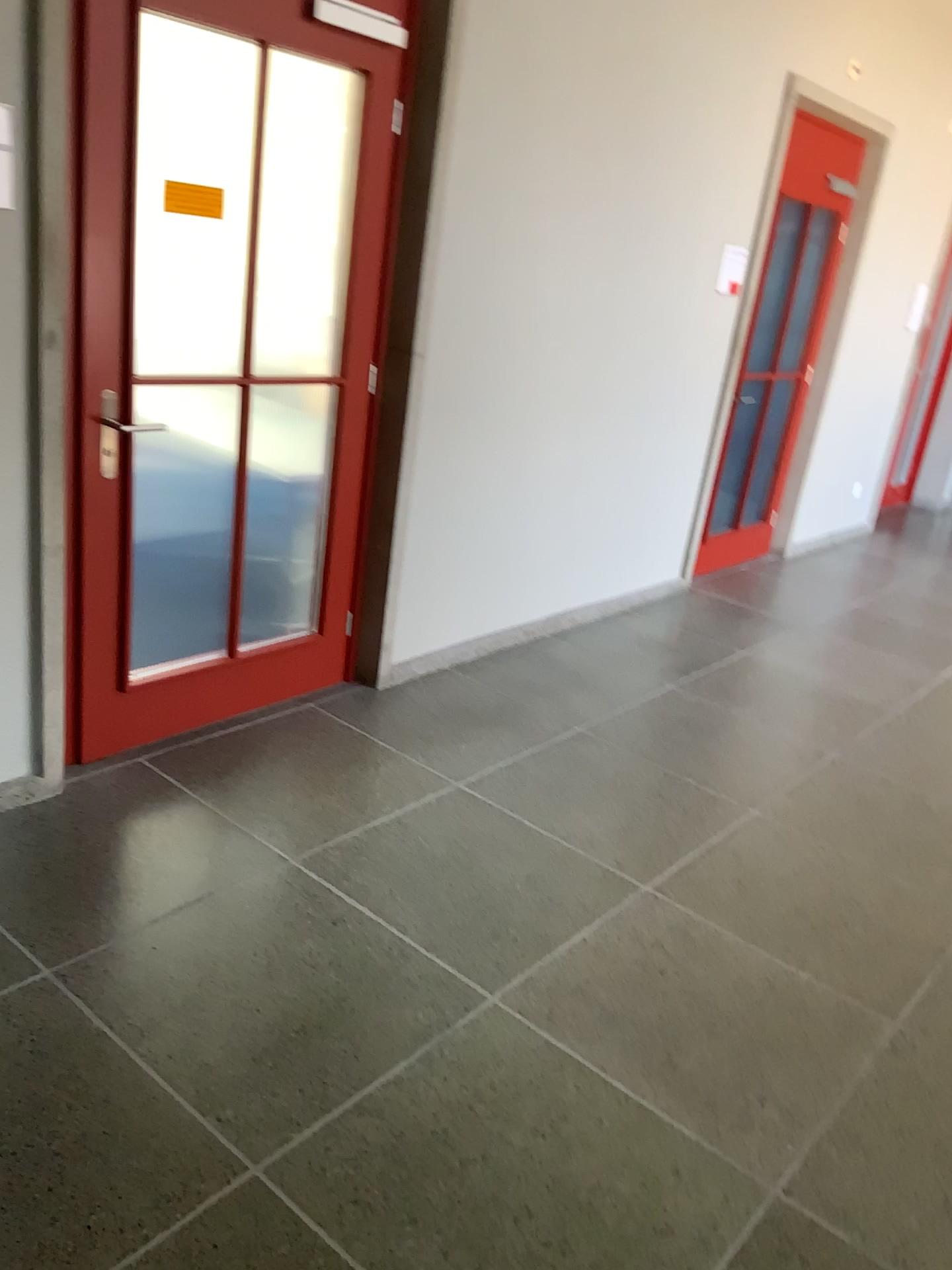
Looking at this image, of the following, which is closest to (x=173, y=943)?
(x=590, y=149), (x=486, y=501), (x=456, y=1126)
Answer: (x=456, y=1126)
